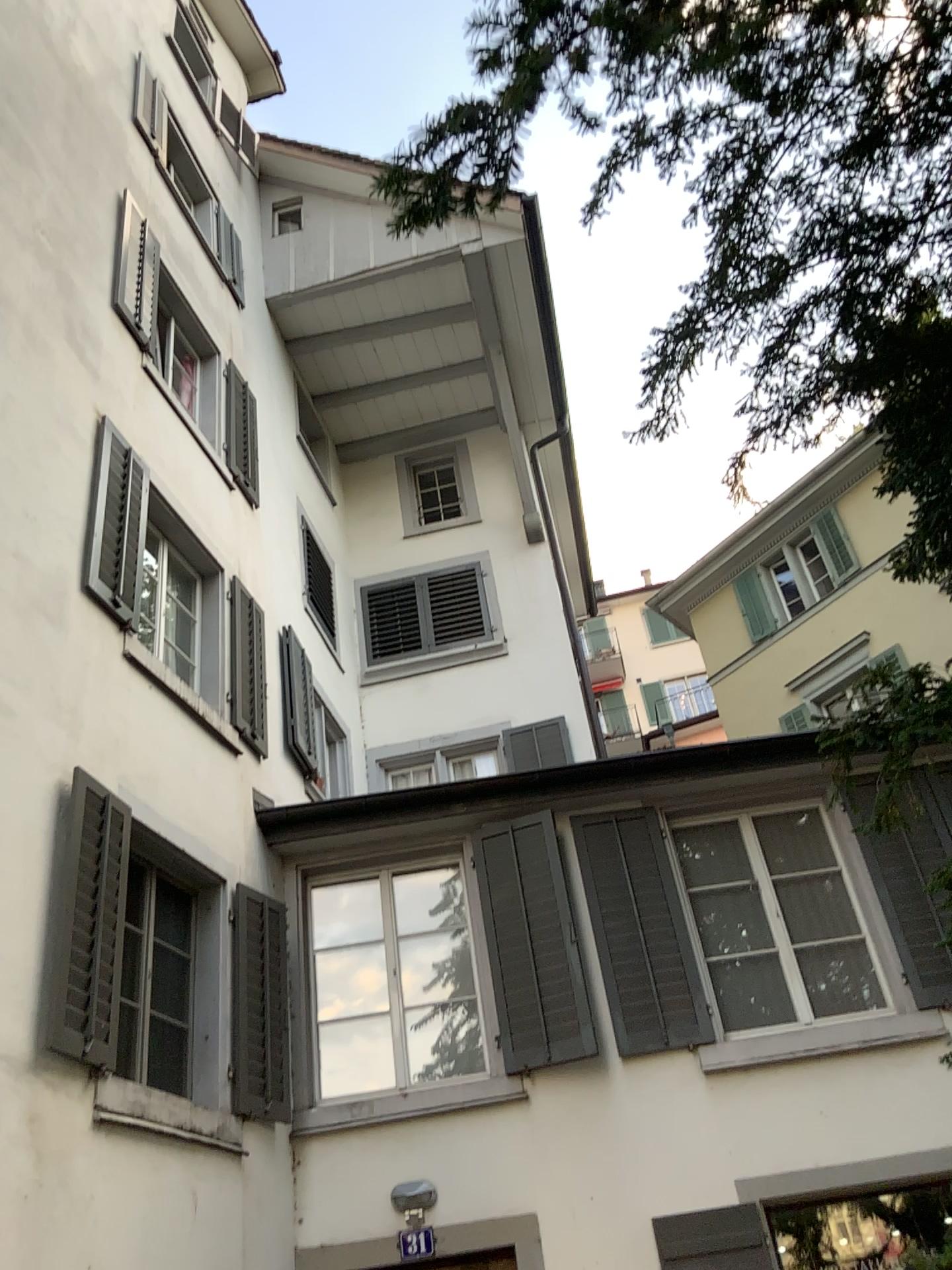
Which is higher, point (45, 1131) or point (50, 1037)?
point (50, 1037)
